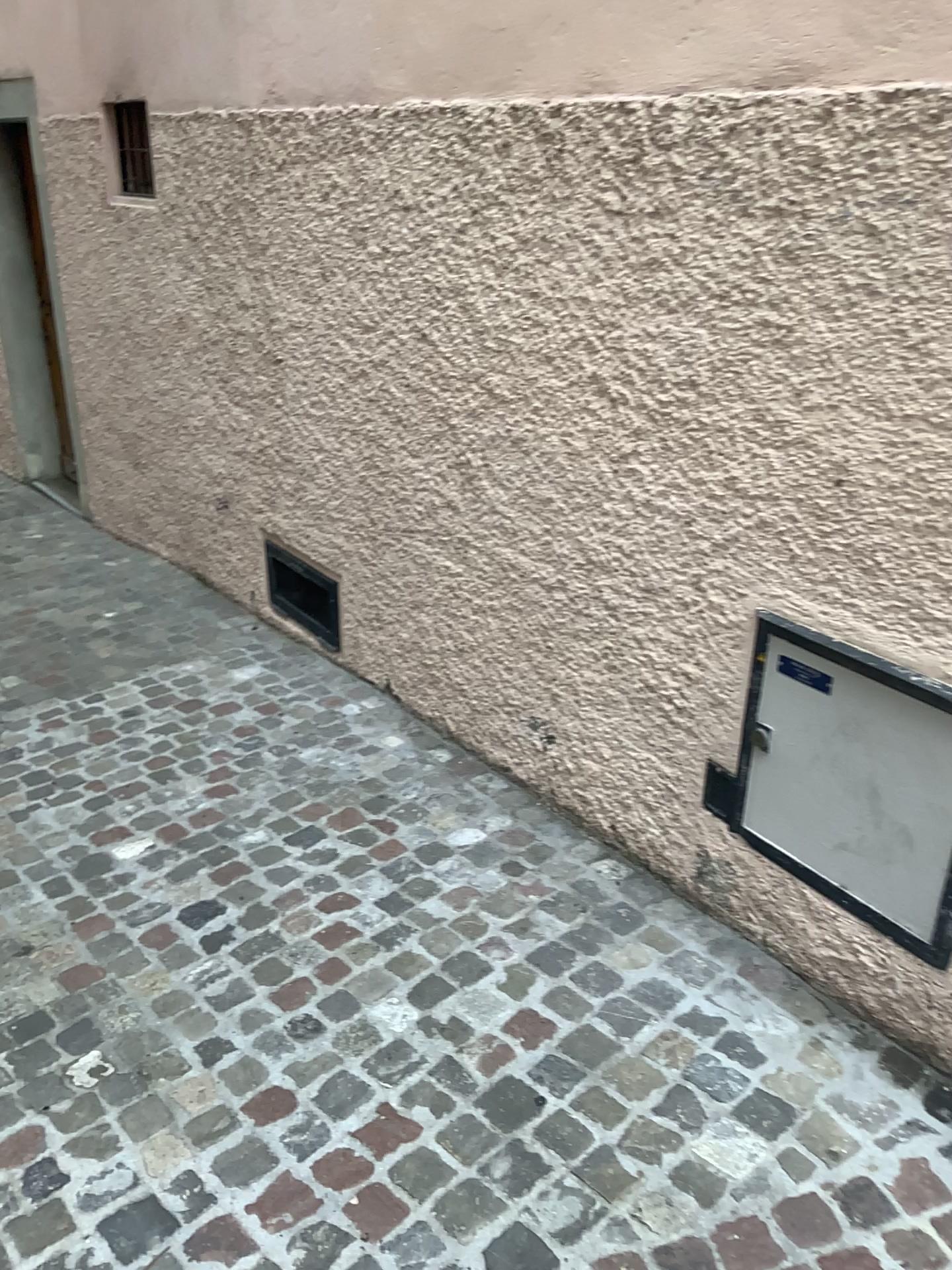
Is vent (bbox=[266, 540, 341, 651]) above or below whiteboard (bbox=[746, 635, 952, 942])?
below

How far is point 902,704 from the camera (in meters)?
1.94

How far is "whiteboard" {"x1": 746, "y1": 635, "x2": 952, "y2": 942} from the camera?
1.94m

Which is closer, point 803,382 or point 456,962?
point 803,382

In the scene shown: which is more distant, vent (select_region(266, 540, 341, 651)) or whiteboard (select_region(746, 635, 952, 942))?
vent (select_region(266, 540, 341, 651))

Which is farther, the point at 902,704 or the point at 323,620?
the point at 323,620

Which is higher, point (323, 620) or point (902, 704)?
point (902, 704)
